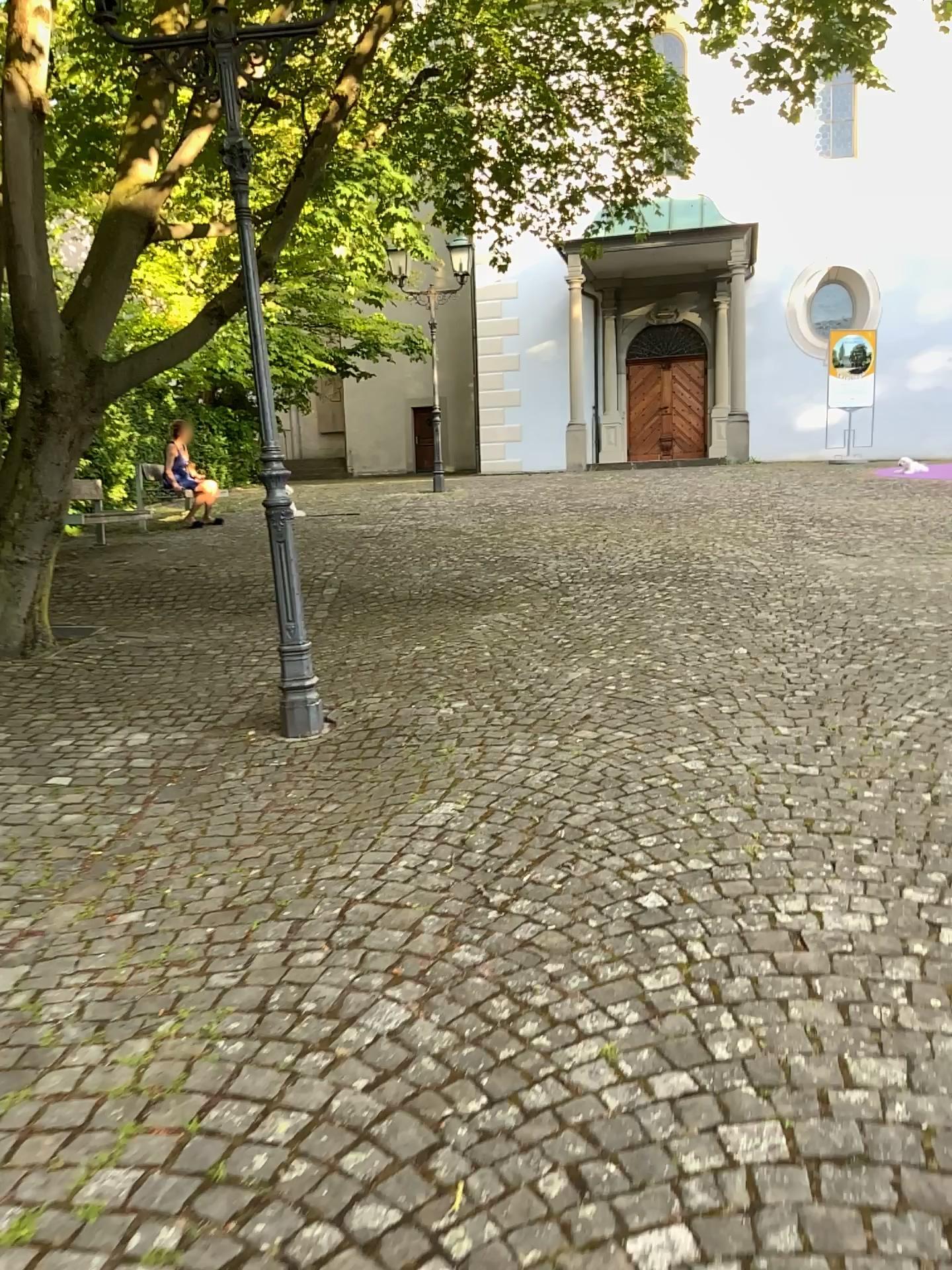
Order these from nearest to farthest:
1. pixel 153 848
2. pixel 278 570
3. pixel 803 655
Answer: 1. pixel 153 848
2. pixel 278 570
3. pixel 803 655
